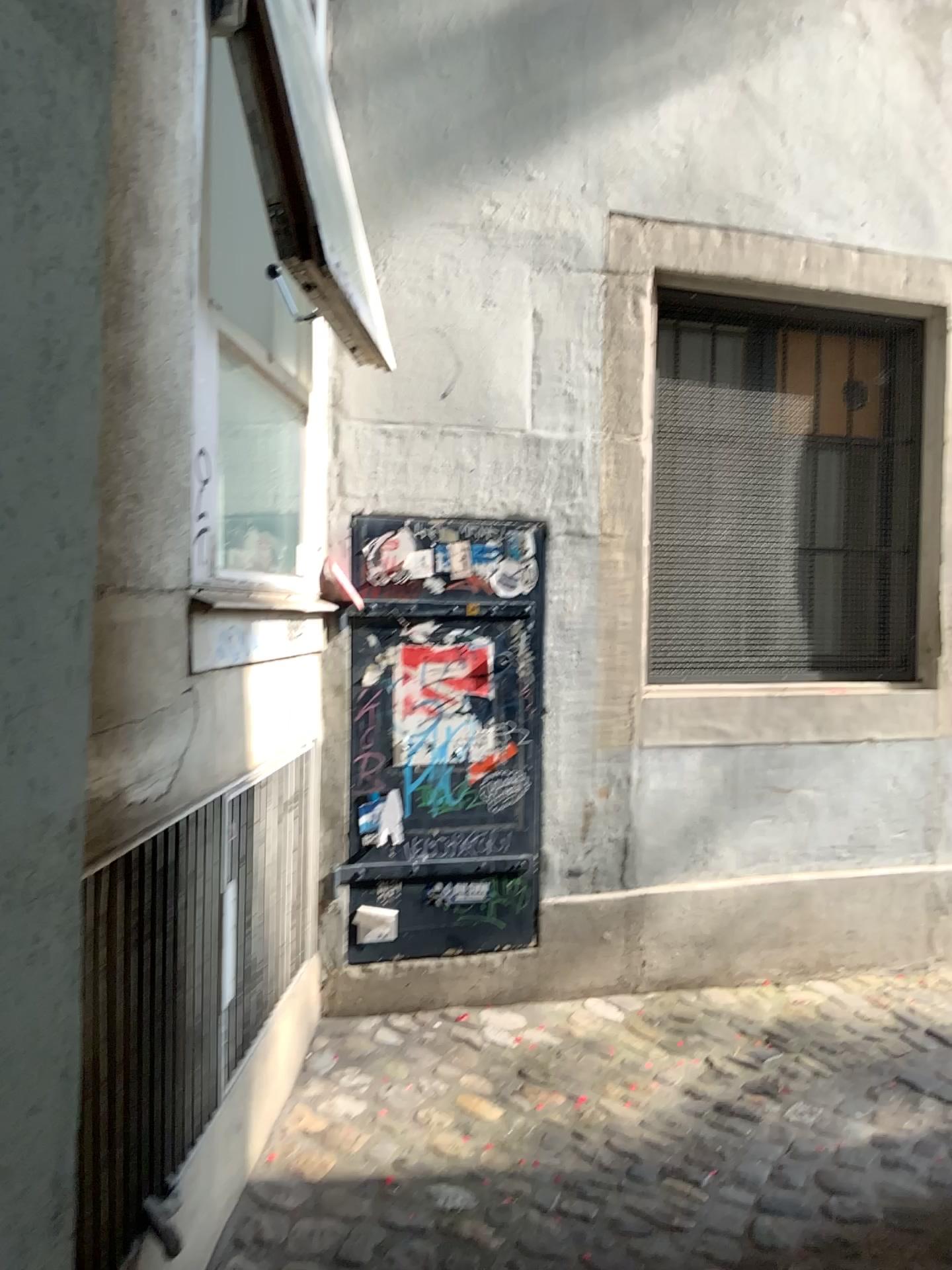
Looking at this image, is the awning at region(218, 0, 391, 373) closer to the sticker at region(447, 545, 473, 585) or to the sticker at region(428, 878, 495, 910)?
the sticker at region(447, 545, 473, 585)

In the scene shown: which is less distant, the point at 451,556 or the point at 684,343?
the point at 451,556

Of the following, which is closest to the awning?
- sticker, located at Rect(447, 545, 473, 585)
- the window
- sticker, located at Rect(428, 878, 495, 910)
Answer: sticker, located at Rect(447, 545, 473, 585)

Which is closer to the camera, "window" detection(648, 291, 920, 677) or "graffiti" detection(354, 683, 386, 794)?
"graffiti" detection(354, 683, 386, 794)

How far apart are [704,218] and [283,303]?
1.3 meters

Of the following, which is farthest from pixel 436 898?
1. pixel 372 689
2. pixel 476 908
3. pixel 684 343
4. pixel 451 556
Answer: pixel 684 343

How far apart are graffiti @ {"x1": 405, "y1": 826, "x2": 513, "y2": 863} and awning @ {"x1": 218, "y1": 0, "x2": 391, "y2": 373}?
1.43m

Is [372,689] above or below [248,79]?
below

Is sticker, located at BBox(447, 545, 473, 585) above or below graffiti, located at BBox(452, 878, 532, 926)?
above

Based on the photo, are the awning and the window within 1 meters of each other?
no
